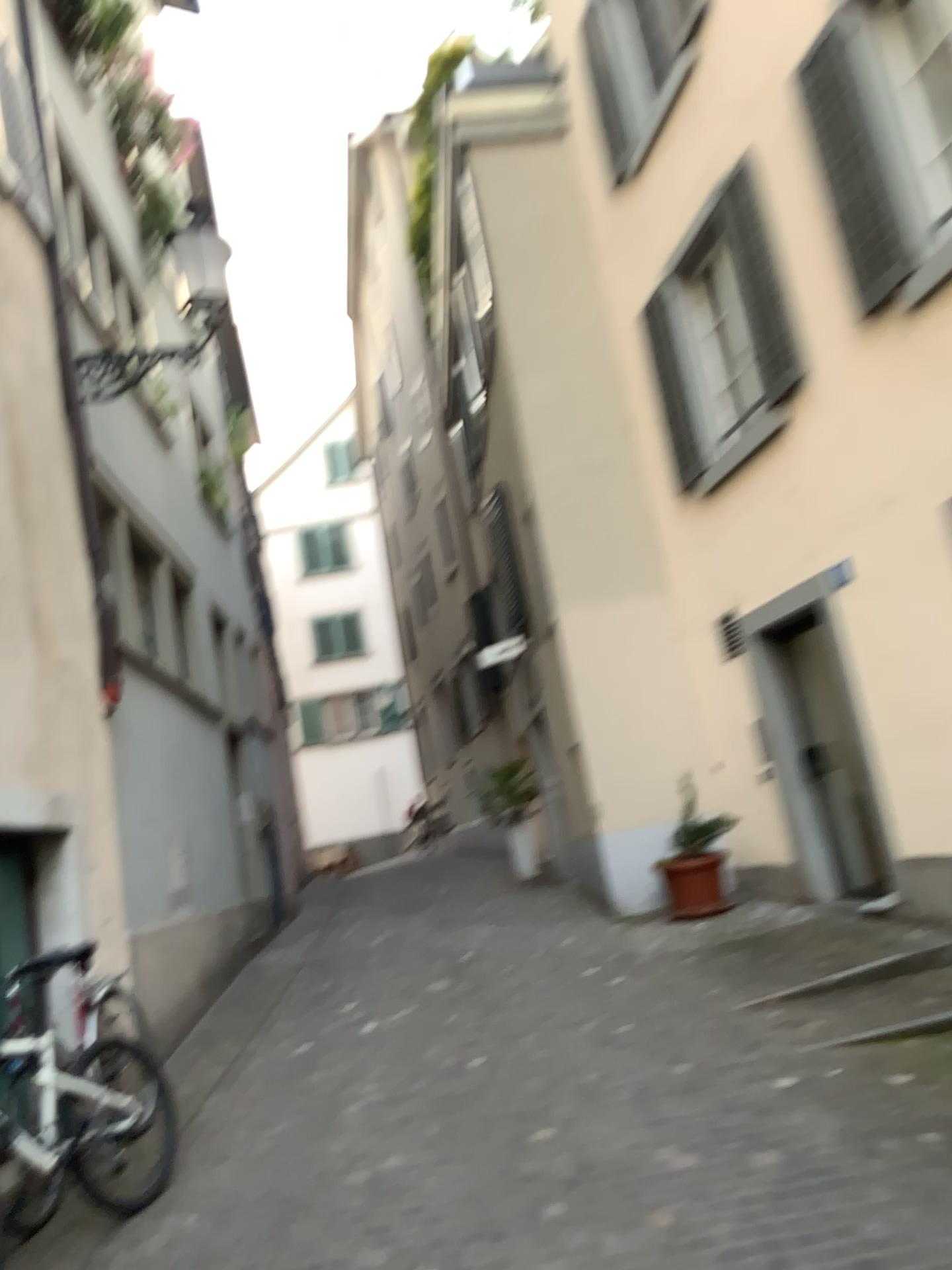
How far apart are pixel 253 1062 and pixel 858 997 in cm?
321
